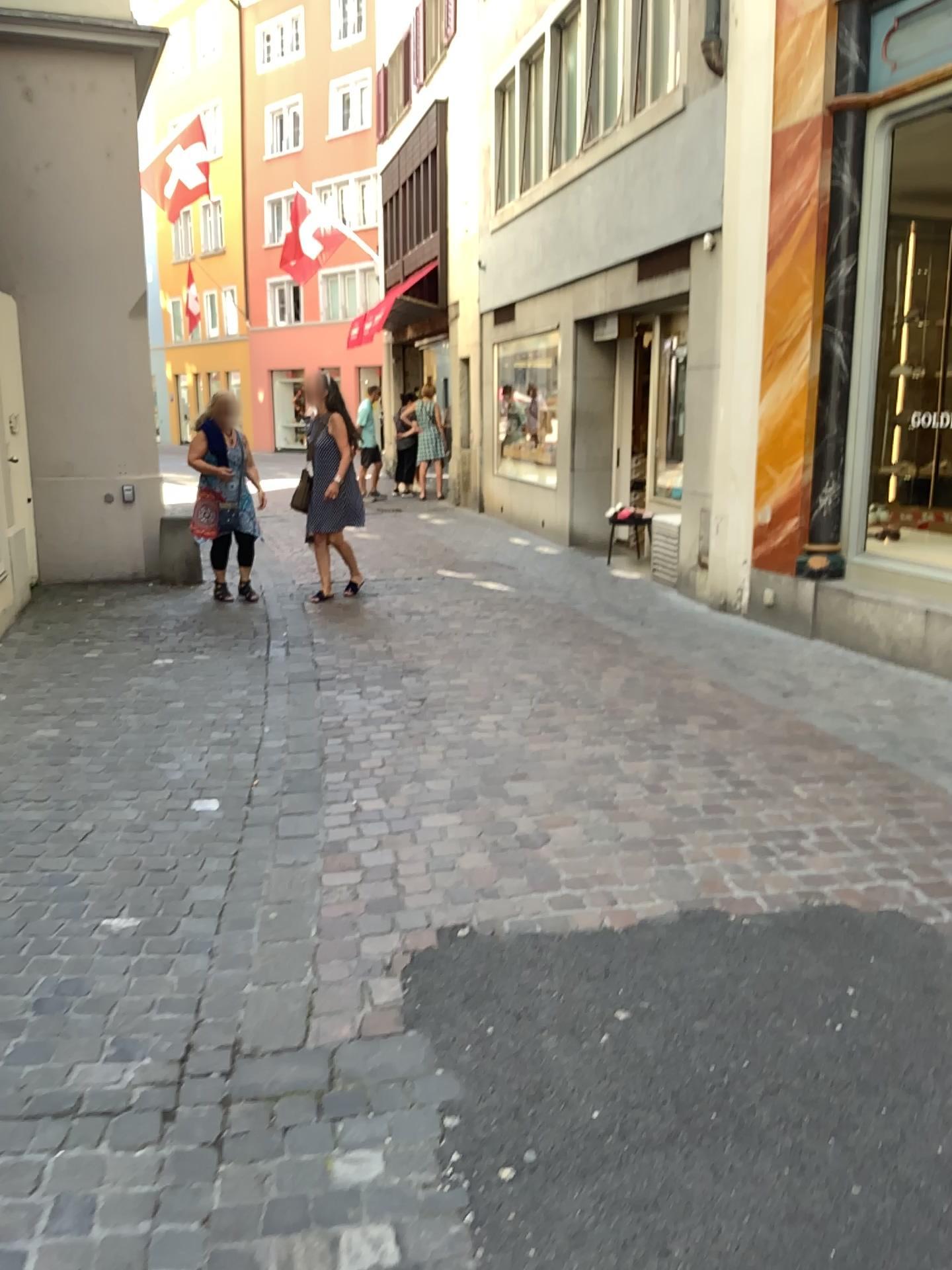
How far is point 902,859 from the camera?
3.3m
